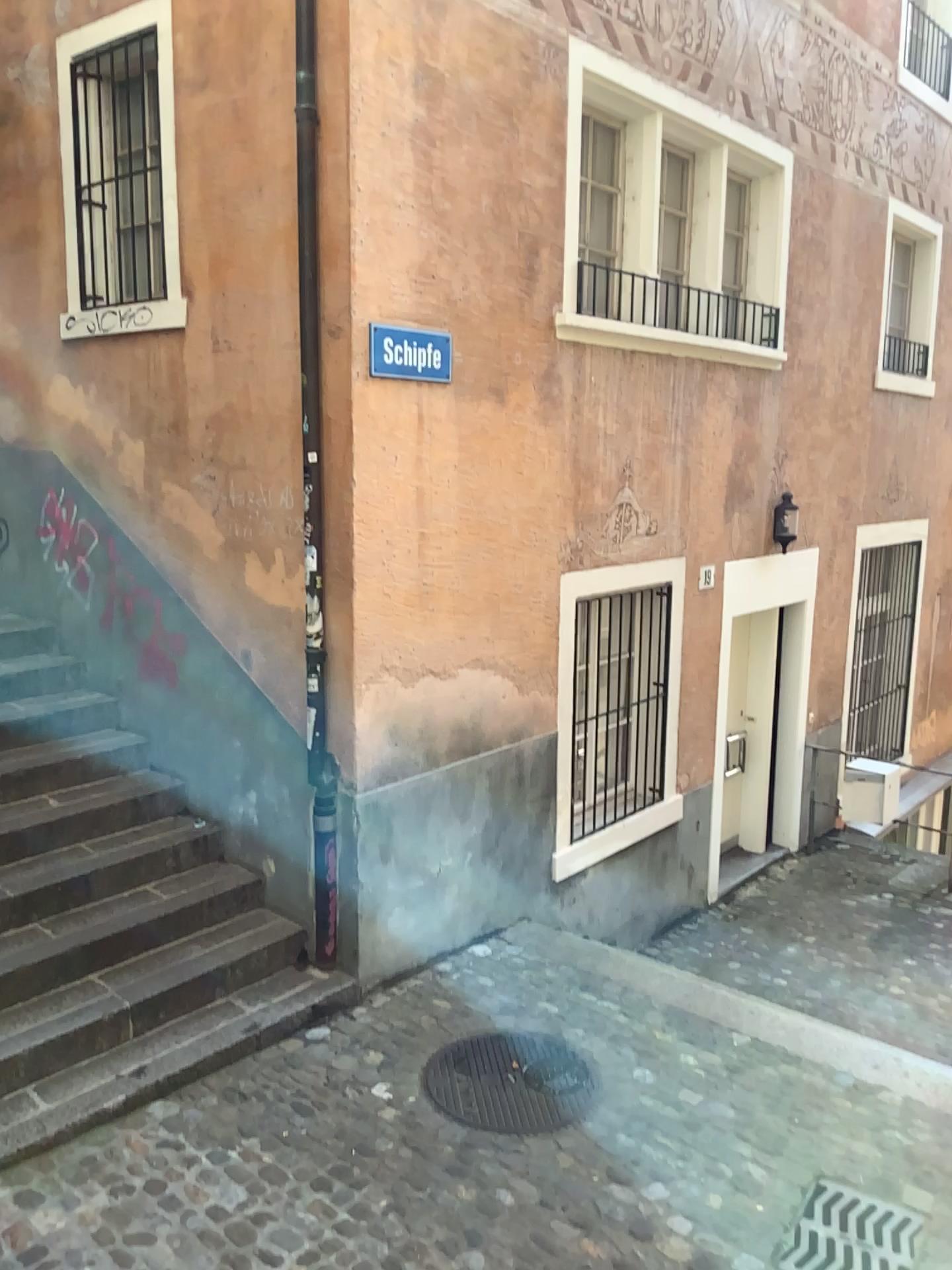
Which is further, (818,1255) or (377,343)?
(377,343)

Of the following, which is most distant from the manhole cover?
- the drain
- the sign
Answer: the sign

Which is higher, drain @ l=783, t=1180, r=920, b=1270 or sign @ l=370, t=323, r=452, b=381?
sign @ l=370, t=323, r=452, b=381

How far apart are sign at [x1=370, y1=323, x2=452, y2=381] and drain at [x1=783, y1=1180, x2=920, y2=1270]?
3.50m

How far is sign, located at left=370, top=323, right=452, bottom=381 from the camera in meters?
4.5

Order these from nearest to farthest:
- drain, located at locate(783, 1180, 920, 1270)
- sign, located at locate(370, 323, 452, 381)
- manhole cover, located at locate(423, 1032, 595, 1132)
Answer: drain, located at locate(783, 1180, 920, 1270) → manhole cover, located at locate(423, 1032, 595, 1132) → sign, located at locate(370, 323, 452, 381)

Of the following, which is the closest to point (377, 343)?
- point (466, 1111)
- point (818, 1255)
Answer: point (466, 1111)

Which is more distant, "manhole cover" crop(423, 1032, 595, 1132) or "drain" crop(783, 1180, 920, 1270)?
"manhole cover" crop(423, 1032, 595, 1132)

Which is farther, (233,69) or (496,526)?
(496,526)

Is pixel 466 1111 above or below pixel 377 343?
below
